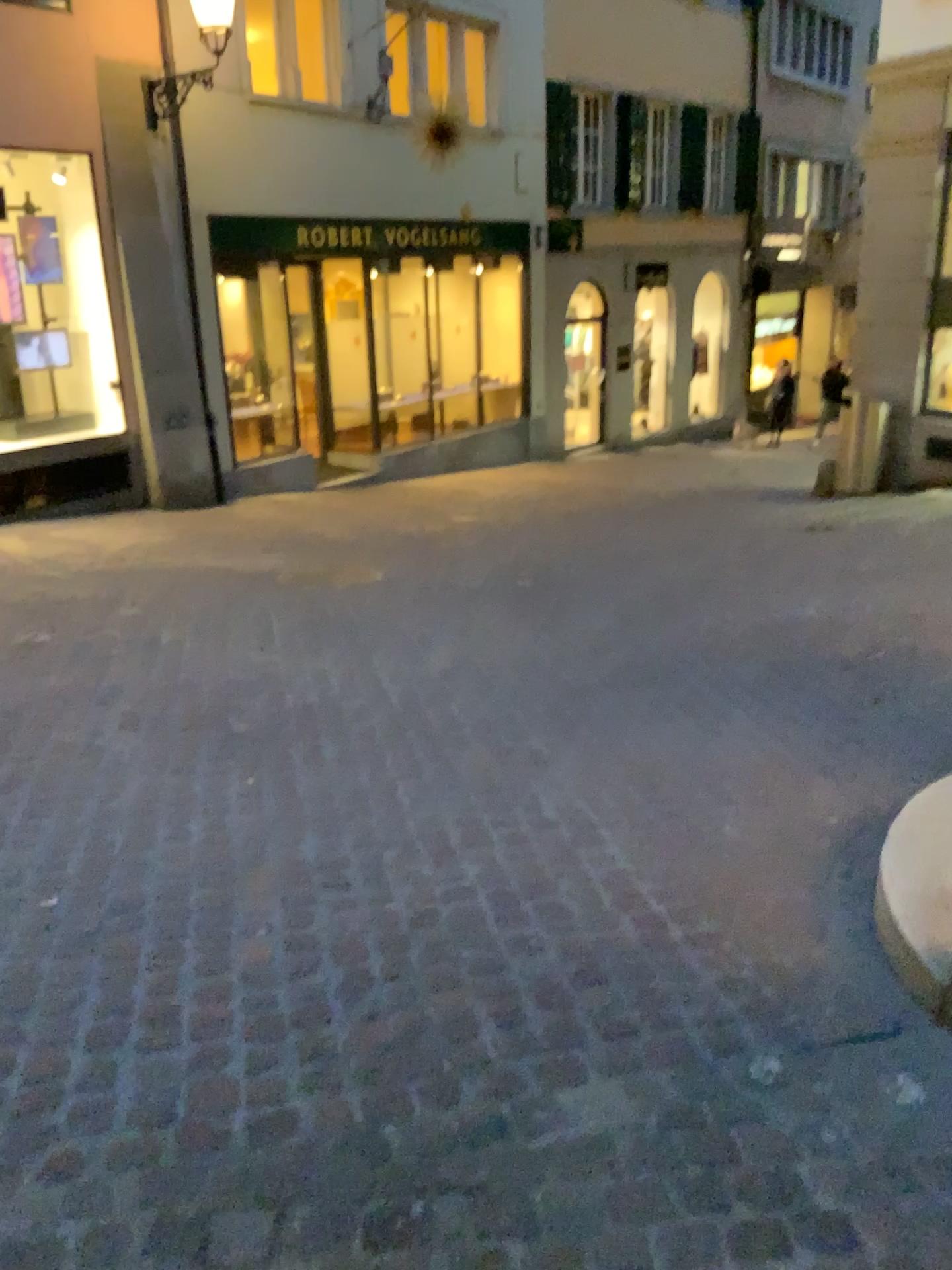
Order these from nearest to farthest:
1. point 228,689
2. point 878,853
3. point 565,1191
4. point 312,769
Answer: point 565,1191, point 878,853, point 312,769, point 228,689
